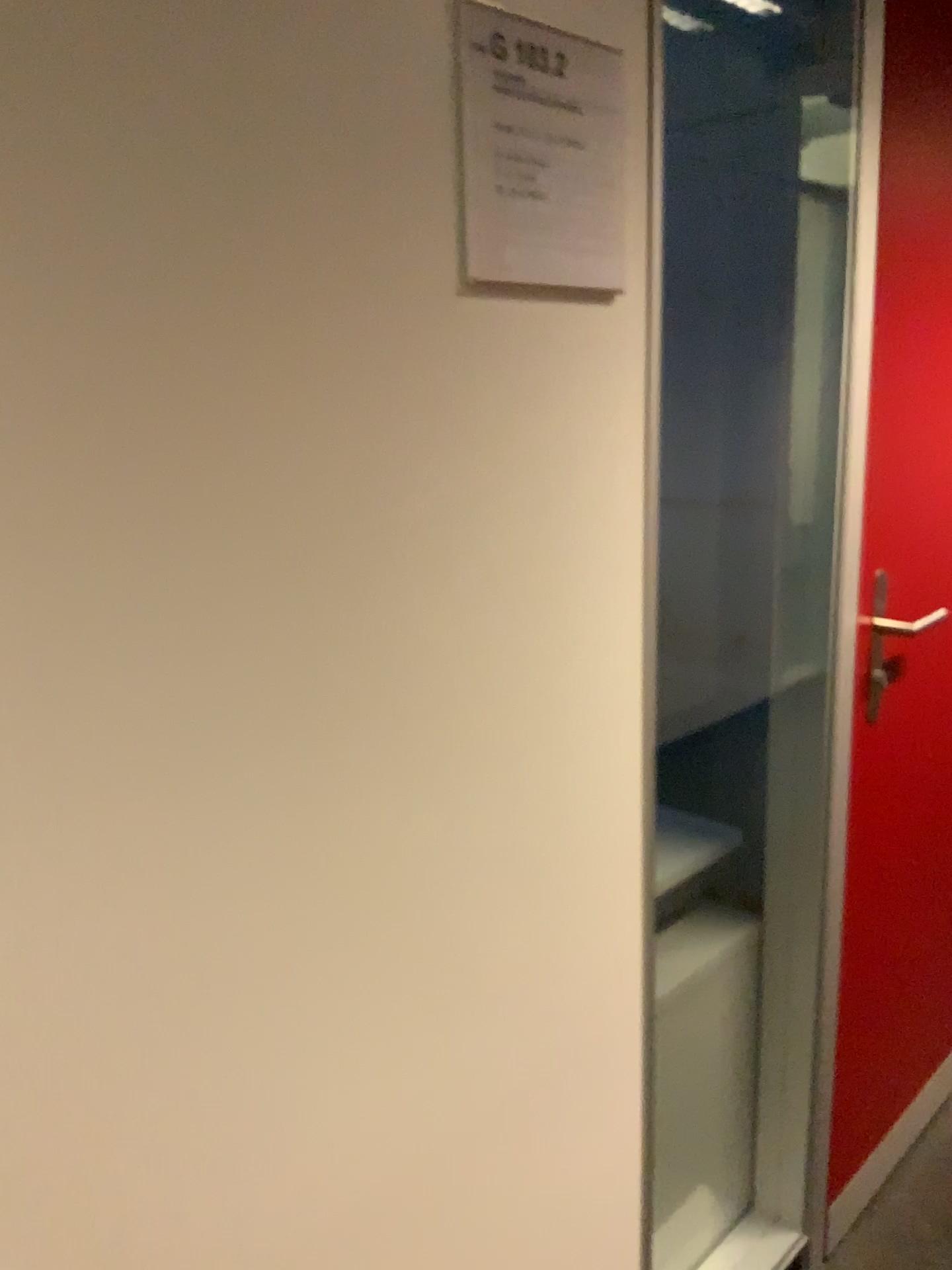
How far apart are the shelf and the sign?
0.90m

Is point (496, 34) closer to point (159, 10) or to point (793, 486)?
point (159, 10)

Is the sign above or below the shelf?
above

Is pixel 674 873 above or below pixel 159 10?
below

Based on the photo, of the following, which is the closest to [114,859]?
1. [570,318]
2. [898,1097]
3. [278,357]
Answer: [278,357]

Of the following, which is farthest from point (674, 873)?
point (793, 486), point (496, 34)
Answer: point (496, 34)

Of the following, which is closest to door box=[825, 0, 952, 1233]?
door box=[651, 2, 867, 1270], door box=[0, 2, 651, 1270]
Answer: door box=[651, 2, 867, 1270]

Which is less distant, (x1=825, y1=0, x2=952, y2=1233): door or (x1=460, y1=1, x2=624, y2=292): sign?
(x1=460, y1=1, x2=624, y2=292): sign

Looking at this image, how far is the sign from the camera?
0.86m

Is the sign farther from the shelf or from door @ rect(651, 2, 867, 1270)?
the shelf
